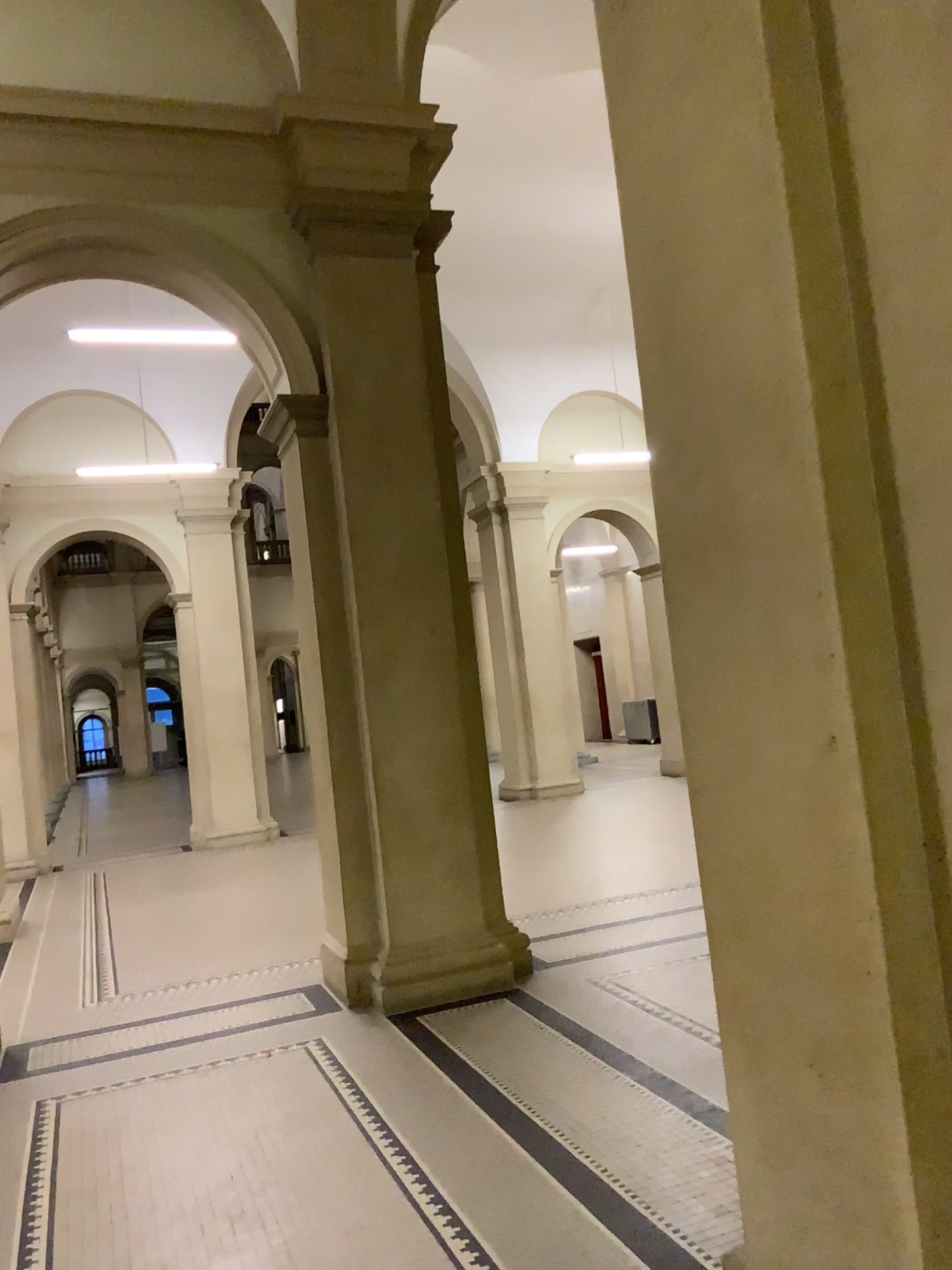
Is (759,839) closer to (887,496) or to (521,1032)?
(887,496)
